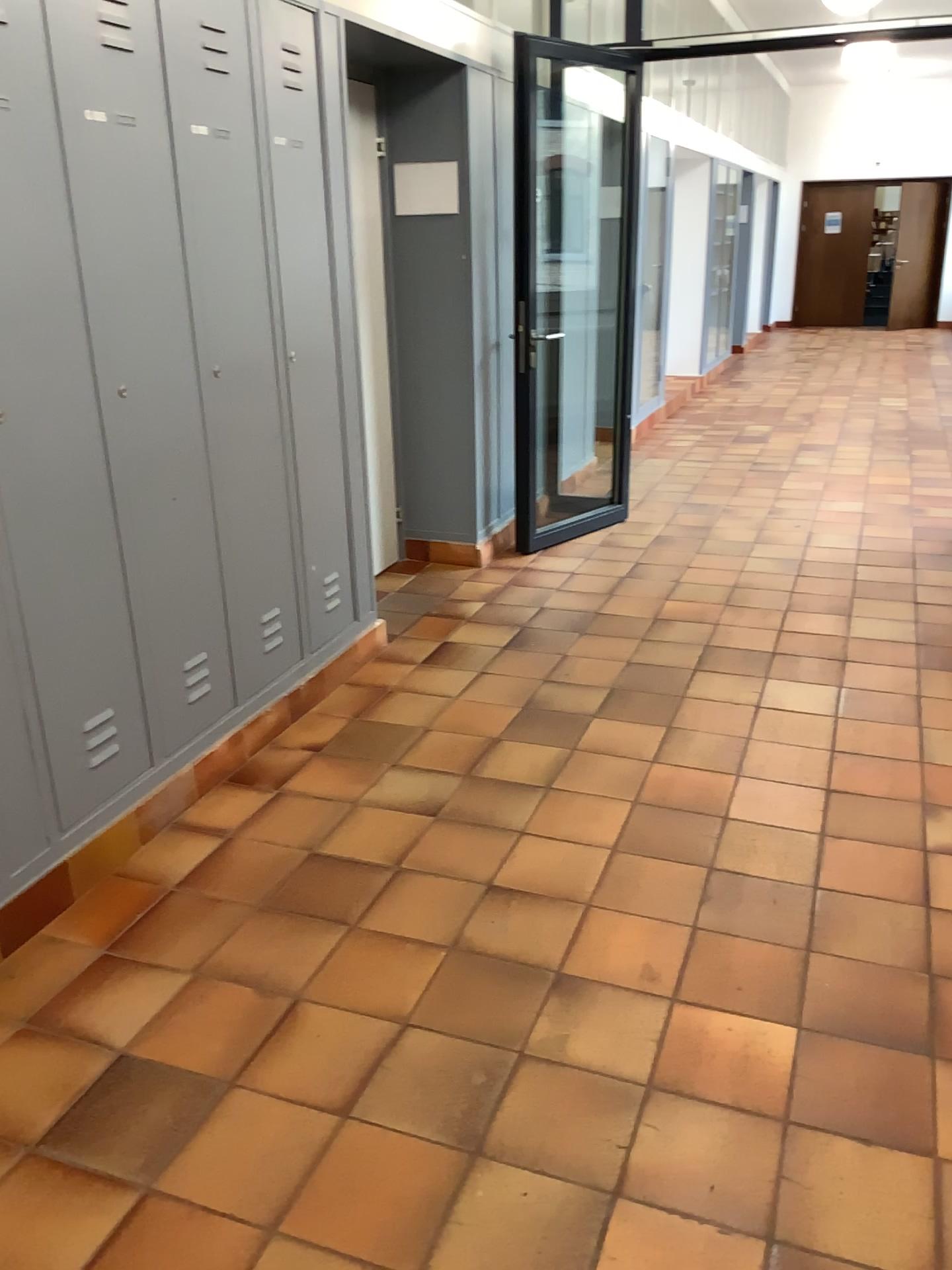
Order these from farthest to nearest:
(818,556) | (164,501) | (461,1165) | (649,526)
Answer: (649,526) < (818,556) < (164,501) < (461,1165)

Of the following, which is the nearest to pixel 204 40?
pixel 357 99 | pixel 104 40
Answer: pixel 104 40

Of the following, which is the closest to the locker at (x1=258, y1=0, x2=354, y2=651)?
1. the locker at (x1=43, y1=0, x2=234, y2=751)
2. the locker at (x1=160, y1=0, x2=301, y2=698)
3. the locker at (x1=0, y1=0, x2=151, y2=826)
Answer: the locker at (x1=160, y1=0, x2=301, y2=698)

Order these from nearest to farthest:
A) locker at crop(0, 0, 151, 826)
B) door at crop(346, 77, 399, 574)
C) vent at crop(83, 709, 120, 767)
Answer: locker at crop(0, 0, 151, 826)
vent at crop(83, 709, 120, 767)
door at crop(346, 77, 399, 574)

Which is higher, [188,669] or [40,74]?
[40,74]

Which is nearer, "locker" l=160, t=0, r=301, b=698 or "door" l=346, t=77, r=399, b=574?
"locker" l=160, t=0, r=301, b=698

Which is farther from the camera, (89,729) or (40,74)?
(89,729)

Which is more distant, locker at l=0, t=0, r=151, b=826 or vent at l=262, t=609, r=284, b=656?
vent at l=262, t=609, r=284, b=656

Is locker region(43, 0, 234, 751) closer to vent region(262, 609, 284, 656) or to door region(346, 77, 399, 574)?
vent region(262, 609, 284, 656)

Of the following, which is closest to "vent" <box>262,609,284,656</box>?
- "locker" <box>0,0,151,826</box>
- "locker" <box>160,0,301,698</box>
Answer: "locker" <box>160,0,301,698</box>
